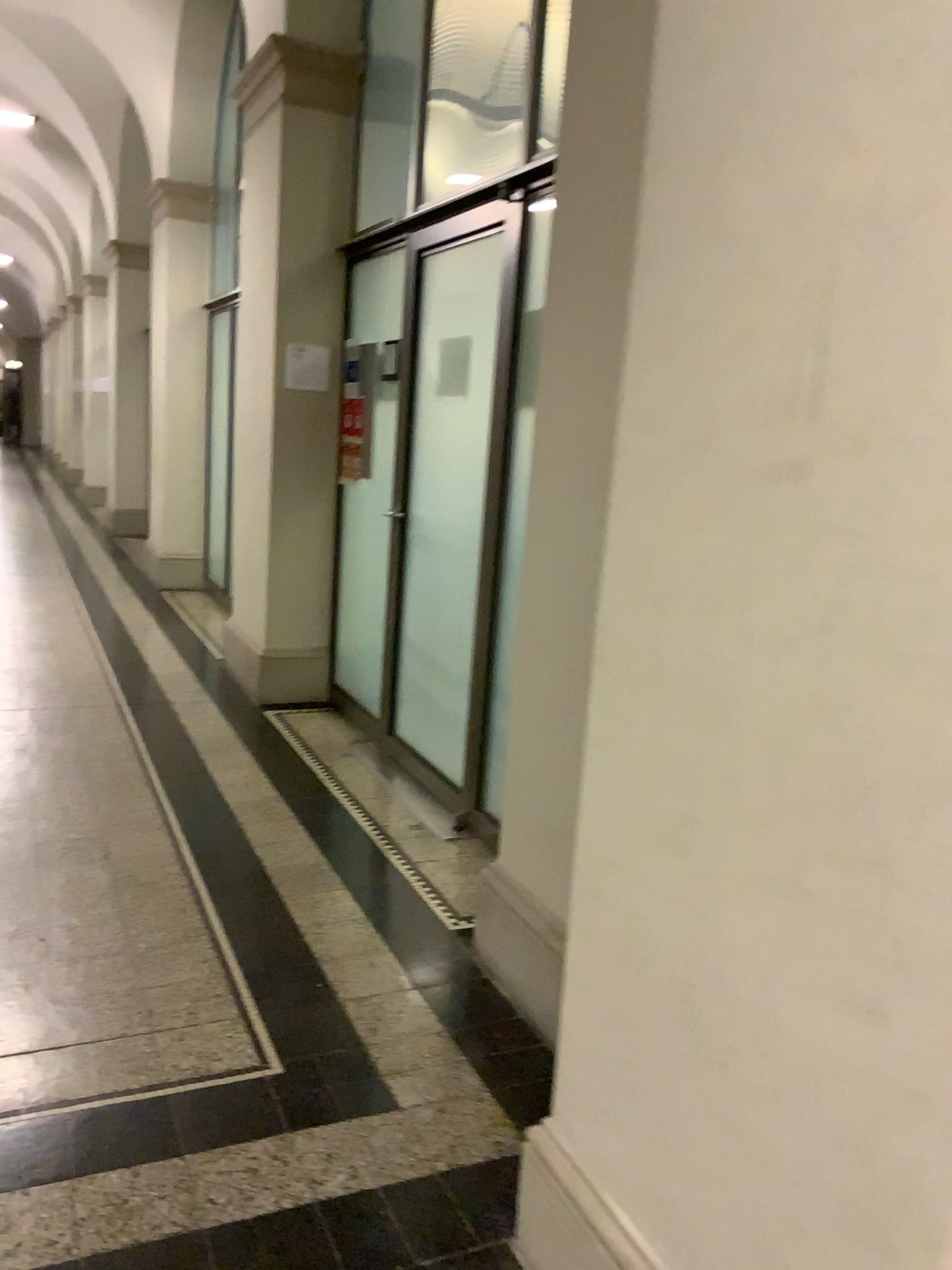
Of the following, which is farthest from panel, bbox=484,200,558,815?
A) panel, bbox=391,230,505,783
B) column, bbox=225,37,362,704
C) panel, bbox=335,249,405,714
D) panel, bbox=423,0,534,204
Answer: column, bbox=225,37,362,704

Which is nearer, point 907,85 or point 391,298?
point 907,85

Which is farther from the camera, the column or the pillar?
the column

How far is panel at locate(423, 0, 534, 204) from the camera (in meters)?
3.95

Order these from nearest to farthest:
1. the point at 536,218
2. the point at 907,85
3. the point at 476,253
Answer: the point at 907,85
the point at 536,218
the point at 476,253

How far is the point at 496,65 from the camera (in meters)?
3.95

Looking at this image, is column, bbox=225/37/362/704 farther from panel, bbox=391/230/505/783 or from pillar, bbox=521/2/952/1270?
pillar, bbox=521/2/952/1270

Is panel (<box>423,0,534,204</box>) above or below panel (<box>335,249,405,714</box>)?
above

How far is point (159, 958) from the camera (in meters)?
2.65

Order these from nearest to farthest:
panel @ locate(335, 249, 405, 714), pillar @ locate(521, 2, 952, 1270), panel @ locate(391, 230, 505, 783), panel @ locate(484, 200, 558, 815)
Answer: pillar @ locate(521, 2, 952, 1270) → panel @ locate(484, 200, 558, 815) → panel @ locate(391, 230, 505, 783) → panel @ locate(335, 249, 405, 714)
